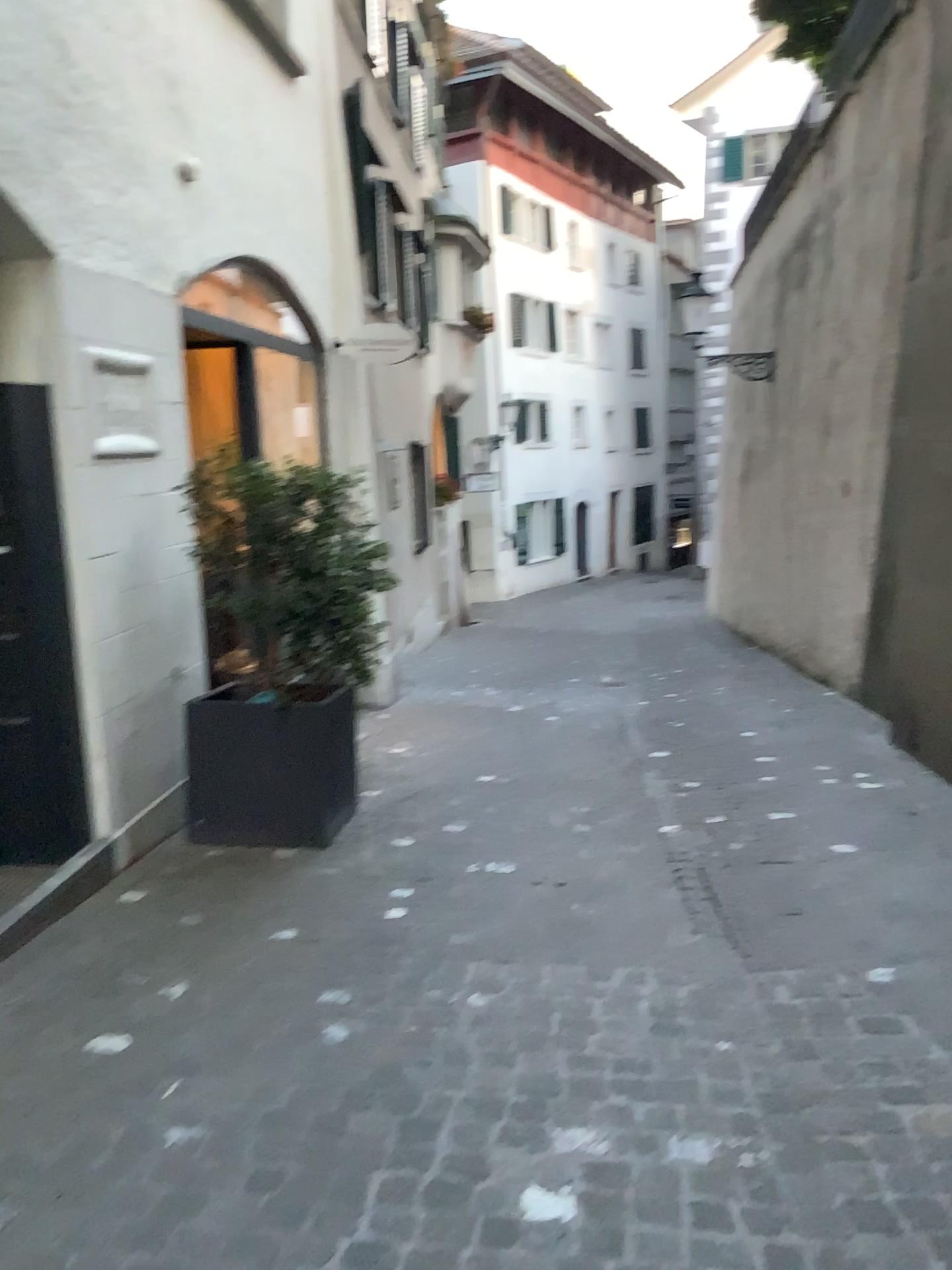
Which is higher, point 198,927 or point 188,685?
point 188,685

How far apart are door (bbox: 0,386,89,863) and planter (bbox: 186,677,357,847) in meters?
0.7 m

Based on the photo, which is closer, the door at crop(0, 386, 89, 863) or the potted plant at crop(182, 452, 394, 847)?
the door at crop(0, 386, 89, 863)

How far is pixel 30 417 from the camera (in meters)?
3.64

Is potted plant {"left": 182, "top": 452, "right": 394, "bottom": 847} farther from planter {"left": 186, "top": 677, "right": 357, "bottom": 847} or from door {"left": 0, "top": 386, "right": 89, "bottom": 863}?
door {"left": 0, "top": 386, "right": 89, "bottom": 863}

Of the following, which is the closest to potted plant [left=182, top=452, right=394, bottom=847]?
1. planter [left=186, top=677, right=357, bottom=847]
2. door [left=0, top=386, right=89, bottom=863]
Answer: planter [left=186, top=677, right=357, bottom=847]

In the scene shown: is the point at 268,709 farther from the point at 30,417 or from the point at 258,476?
the point at 30,417

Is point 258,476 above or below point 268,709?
above

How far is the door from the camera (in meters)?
3.64
